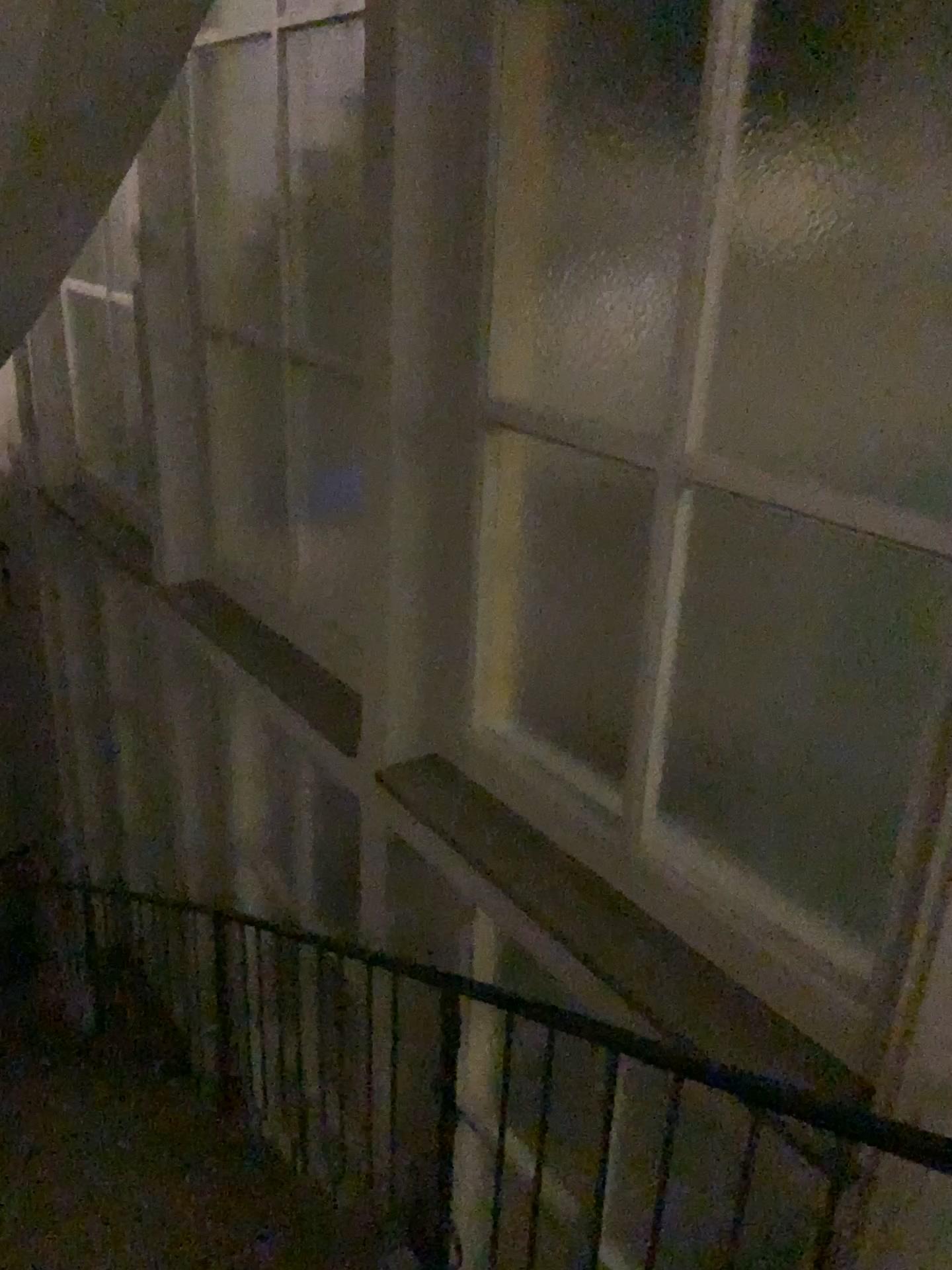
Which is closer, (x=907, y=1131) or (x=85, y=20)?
(x=907, y=1131)

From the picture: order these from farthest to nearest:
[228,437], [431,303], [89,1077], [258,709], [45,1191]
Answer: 1. [89,1077]
2. [258,709]
3. [228,437]
4. [45,1191]
5. [431,303]

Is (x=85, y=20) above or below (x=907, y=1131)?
above

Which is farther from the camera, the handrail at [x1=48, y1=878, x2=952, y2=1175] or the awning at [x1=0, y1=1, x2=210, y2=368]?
the awning at [x1=0, y1=1, x2=210, y2=368]

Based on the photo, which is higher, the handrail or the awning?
the awning
